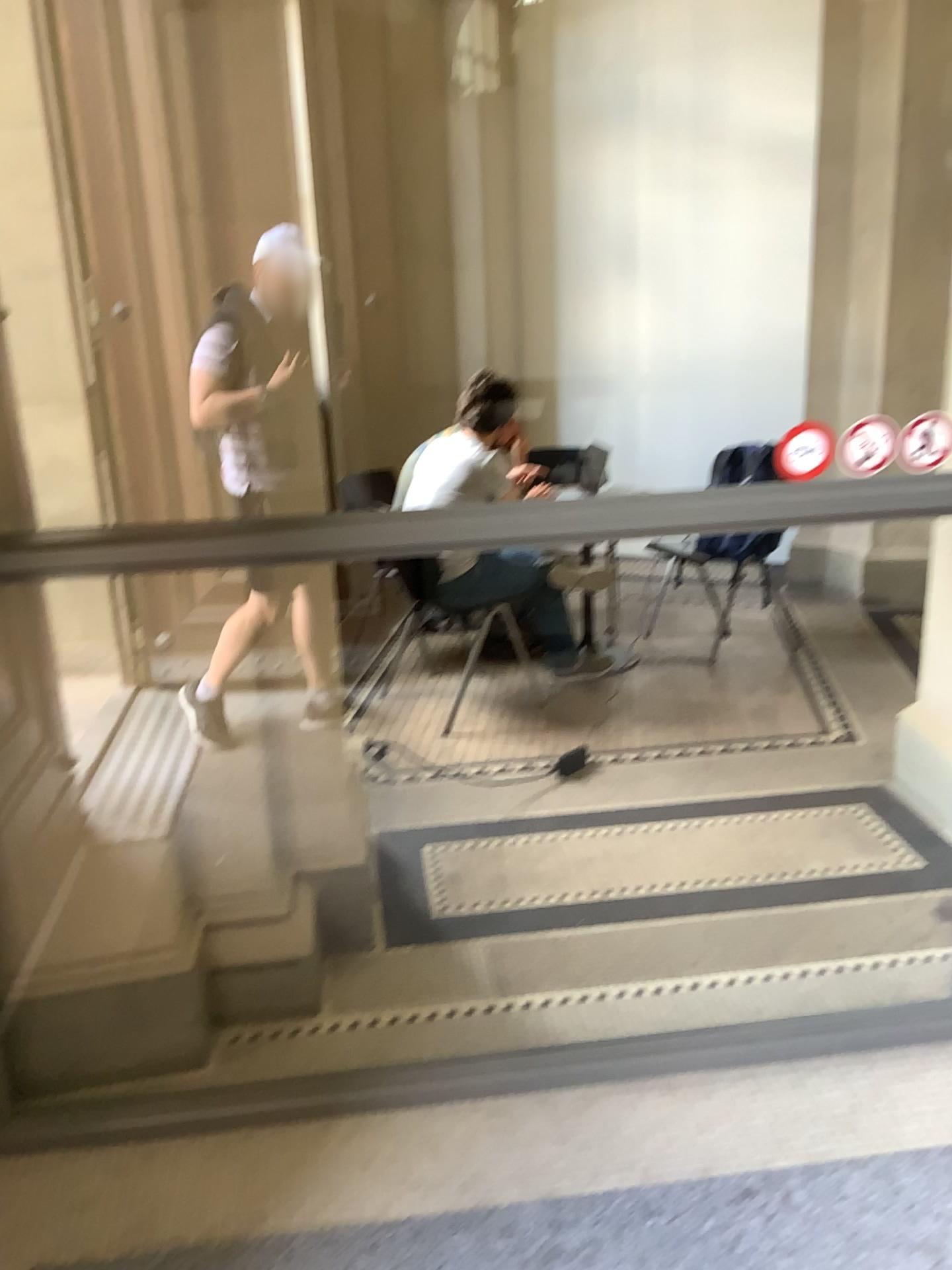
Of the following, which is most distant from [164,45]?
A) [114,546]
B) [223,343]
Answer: [114,546]

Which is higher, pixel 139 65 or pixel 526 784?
pixel 139 65

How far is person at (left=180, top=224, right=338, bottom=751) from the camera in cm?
215

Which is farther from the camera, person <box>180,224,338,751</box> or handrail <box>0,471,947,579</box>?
person <box>180,224,338,751</box>

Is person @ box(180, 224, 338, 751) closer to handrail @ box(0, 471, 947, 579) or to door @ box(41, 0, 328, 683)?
door @ box(41, 0, 328, 683)

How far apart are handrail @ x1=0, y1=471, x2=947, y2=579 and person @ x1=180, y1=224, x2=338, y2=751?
0.3 meters

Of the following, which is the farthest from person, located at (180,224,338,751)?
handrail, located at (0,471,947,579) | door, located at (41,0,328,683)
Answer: handrail, located at (0,471,947,579)

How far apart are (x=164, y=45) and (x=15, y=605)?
1.0 meters

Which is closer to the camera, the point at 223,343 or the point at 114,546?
the point at 114,546

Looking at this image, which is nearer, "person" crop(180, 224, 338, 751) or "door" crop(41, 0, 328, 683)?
"door" crop(41, 0, 328, 683)
